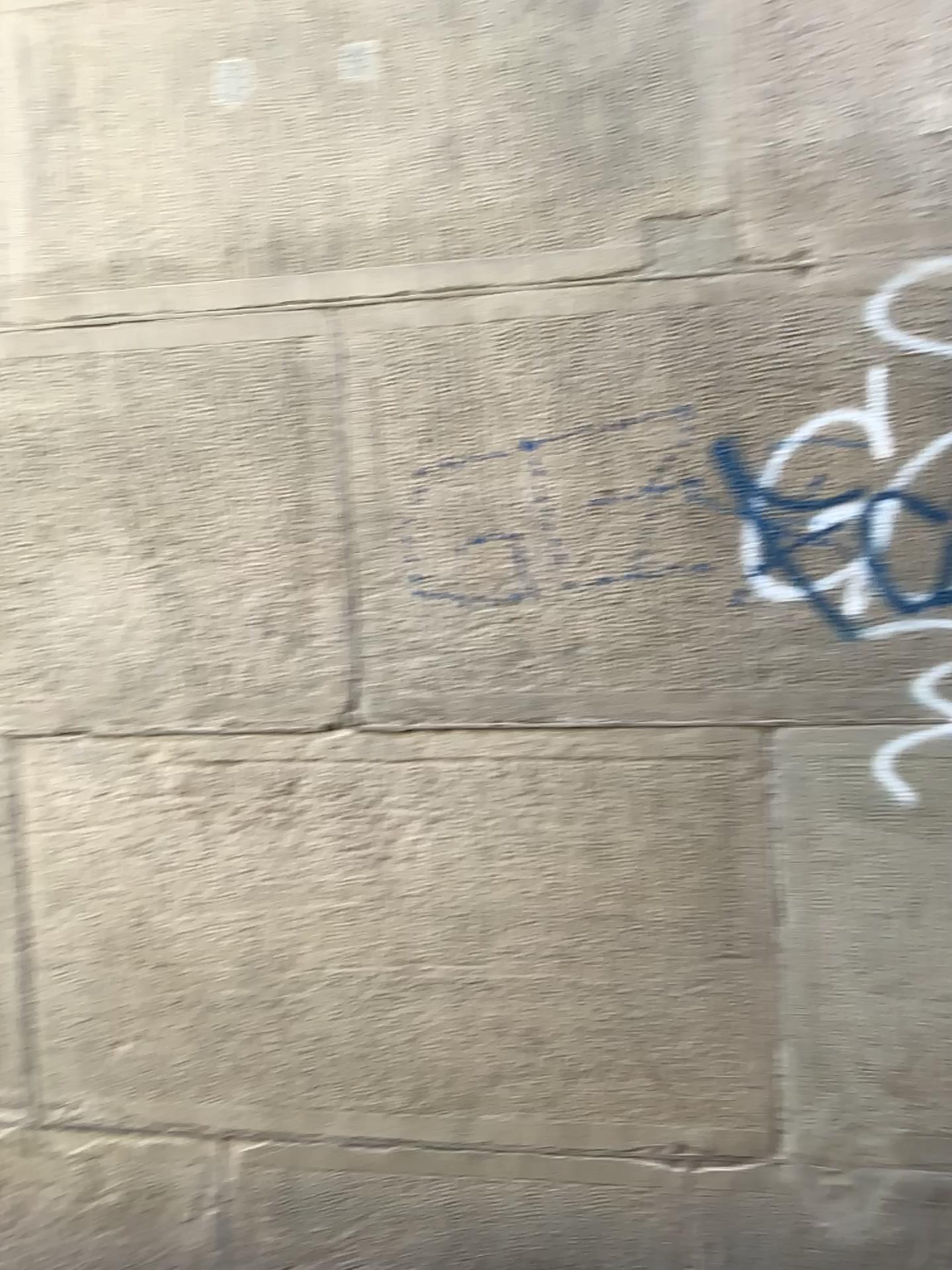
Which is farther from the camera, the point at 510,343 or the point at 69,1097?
the point at 69,1097
